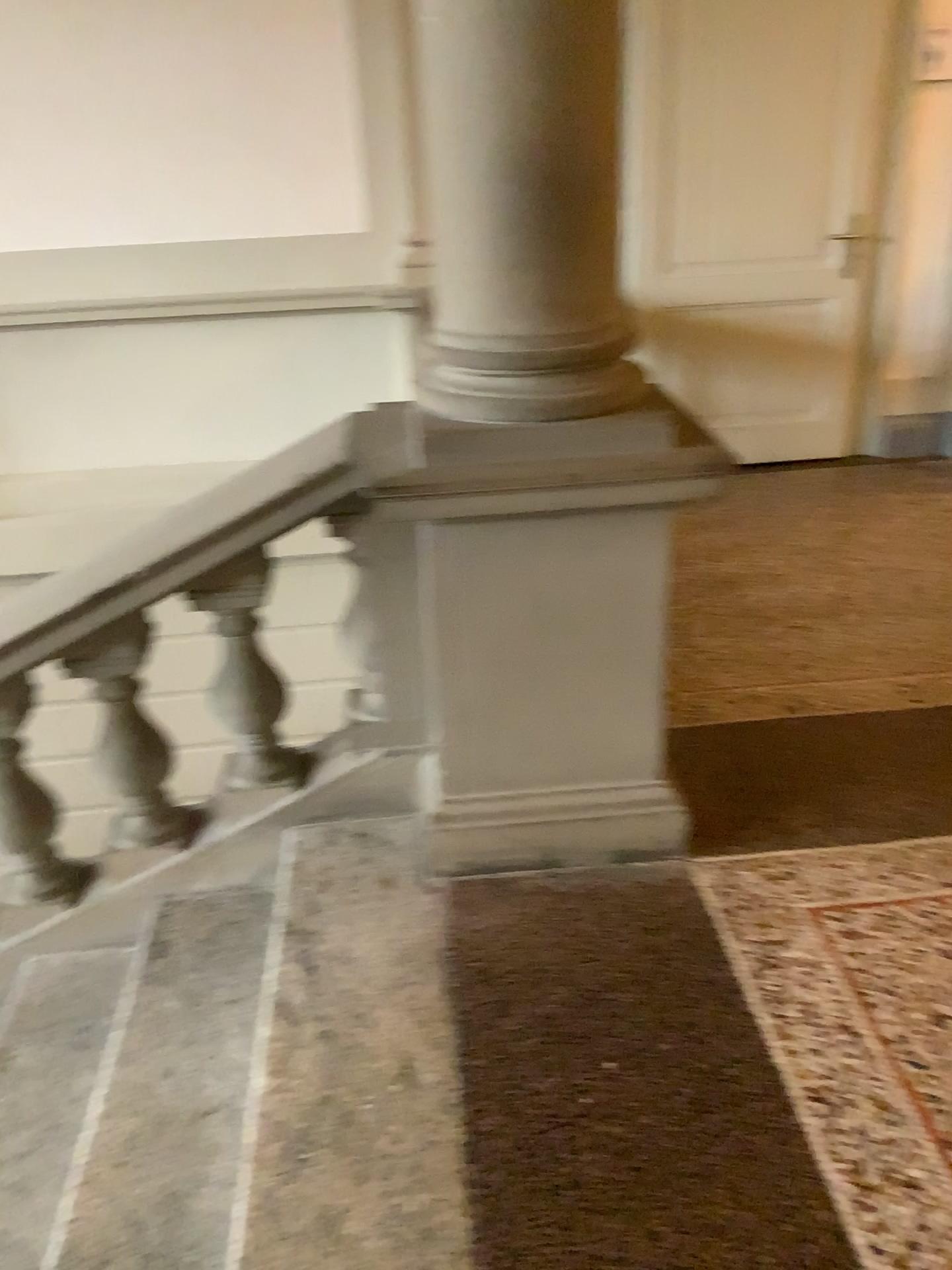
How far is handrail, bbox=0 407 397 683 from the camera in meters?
2.2

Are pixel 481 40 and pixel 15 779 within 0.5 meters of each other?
no

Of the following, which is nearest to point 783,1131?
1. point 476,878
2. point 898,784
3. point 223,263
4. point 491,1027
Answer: point 491,1027

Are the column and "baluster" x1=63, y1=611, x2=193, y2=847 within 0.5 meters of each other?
no

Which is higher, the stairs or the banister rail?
the banister rail

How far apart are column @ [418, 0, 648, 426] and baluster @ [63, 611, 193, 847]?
0.8m

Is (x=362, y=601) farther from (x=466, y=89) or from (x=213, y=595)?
(x=466, y=89)

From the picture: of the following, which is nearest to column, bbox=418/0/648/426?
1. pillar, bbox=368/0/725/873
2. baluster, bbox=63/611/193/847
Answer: pillar, bbox=368/0/725/873

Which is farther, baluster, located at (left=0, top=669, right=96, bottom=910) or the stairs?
baluster, located at (left=0, top=669, right=96, bottom=910)

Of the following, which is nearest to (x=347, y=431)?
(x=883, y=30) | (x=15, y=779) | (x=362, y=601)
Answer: (x=362, y=601)
